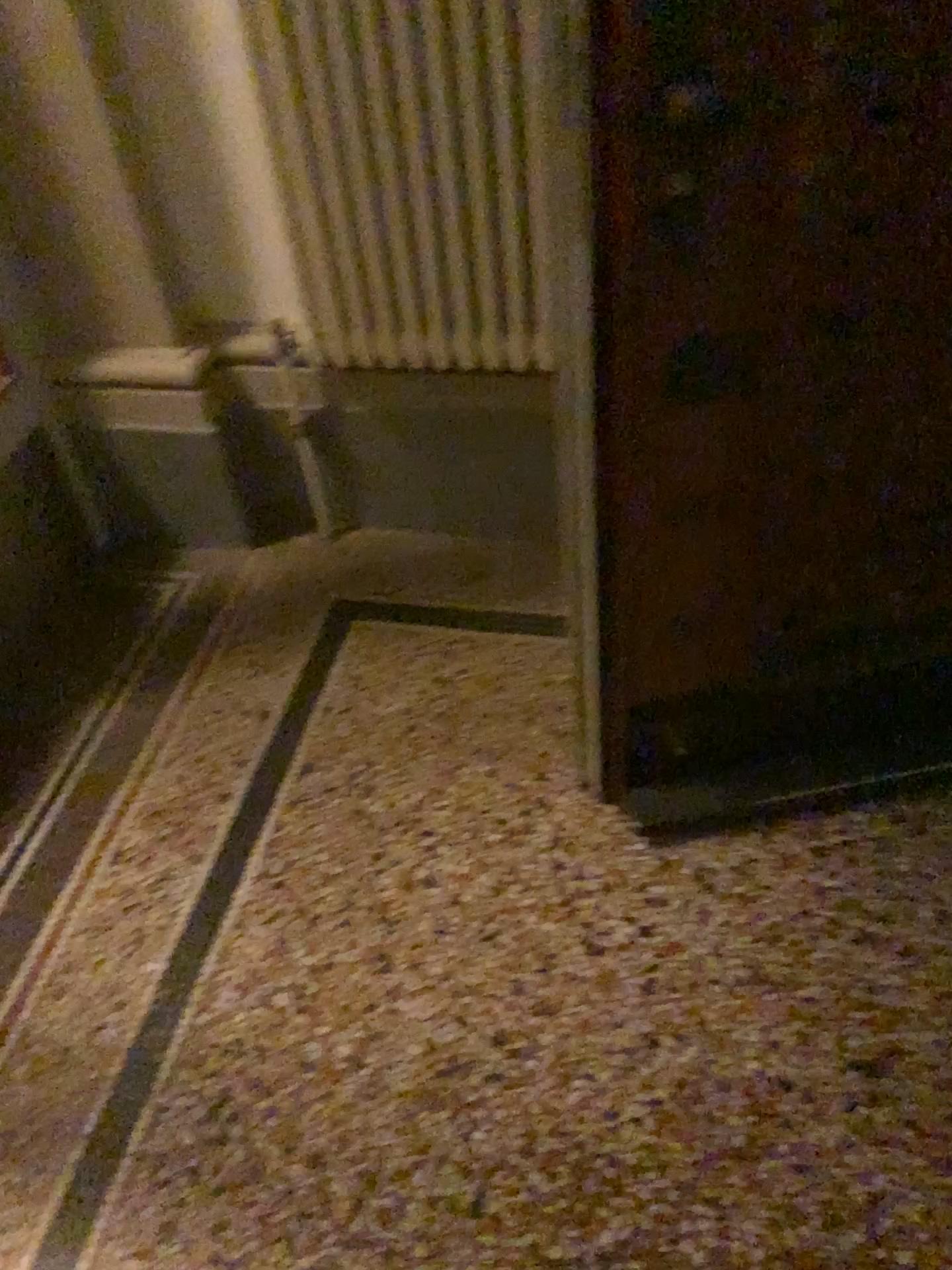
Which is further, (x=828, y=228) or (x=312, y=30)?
(x=312, y=30)

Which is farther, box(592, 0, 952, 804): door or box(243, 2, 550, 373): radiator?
box(243, 2, 550, 373): radiator

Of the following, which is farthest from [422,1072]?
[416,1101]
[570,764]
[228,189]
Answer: [228,189]

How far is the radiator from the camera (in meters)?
1.52

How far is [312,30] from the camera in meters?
1.5 m
